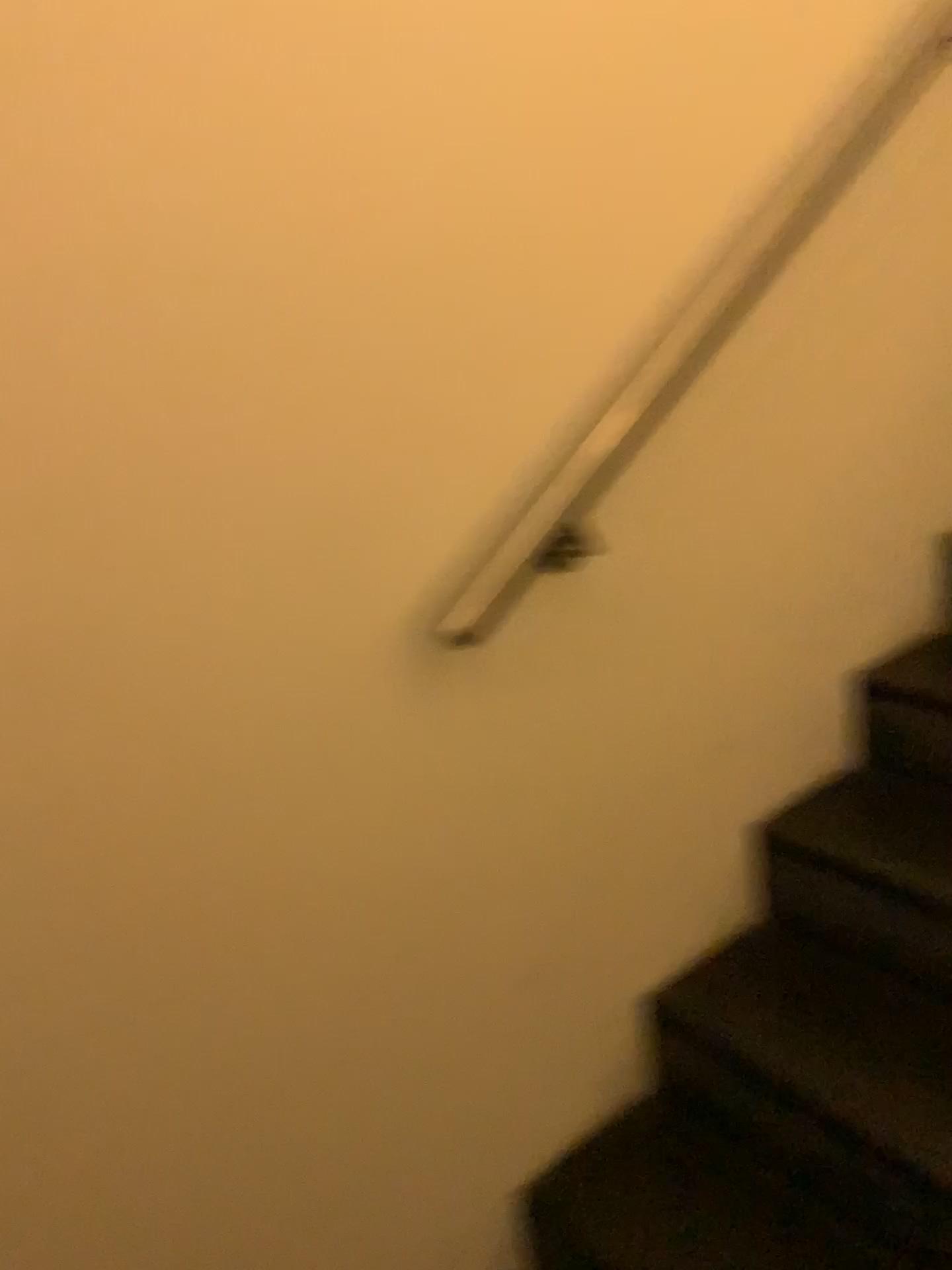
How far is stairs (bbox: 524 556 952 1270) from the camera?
1.3 meters

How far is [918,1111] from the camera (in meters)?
1.30

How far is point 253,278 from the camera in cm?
100
